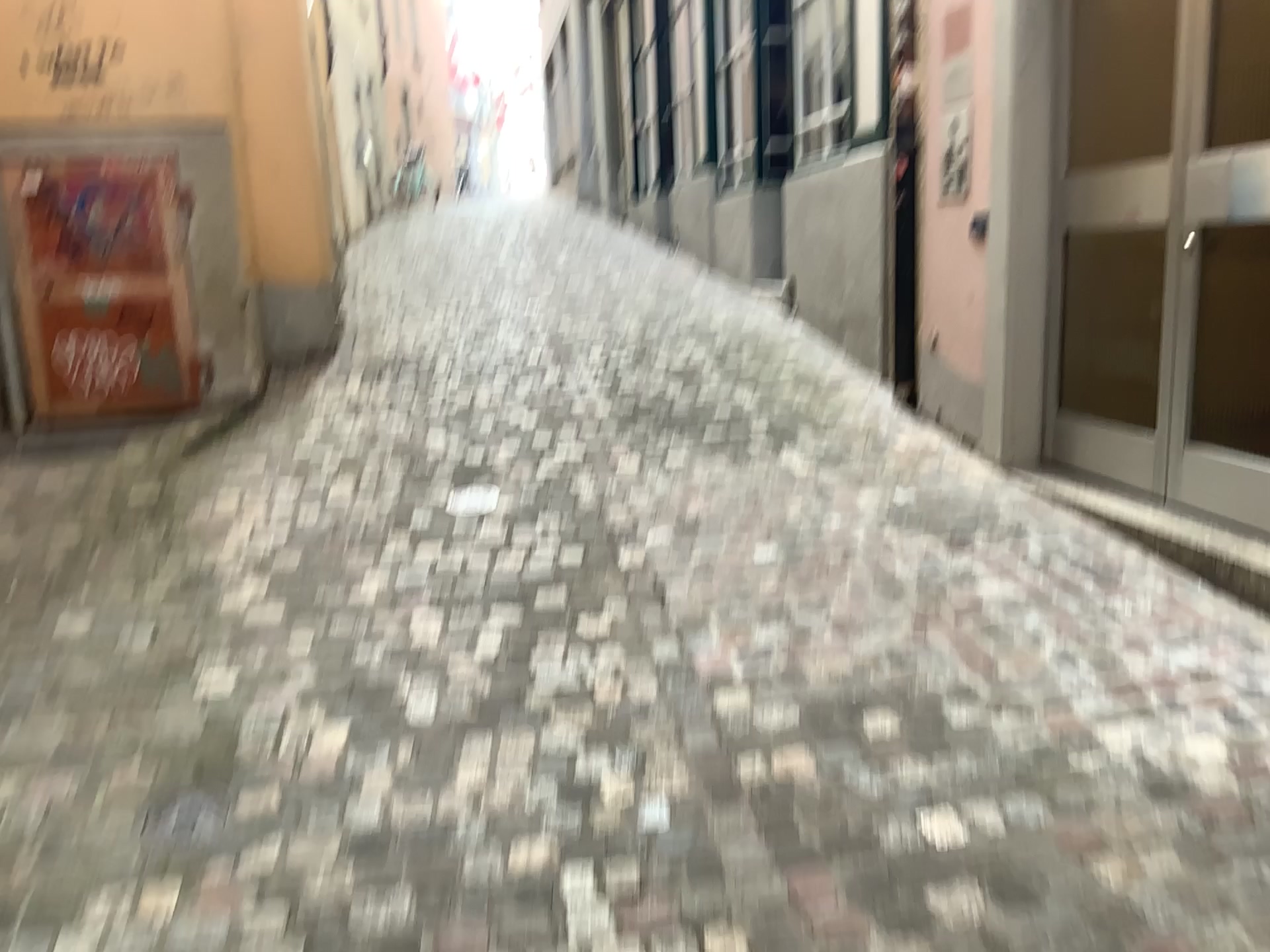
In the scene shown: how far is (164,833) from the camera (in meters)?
2.09

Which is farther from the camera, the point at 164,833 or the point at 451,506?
the point at 451,506

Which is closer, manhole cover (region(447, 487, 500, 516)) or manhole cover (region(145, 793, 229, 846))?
manhole cover (region(145, 793, 229, 846))

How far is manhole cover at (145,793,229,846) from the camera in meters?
2.1 m

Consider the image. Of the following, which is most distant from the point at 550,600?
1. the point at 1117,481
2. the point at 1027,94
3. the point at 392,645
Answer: the point at 1027,94
